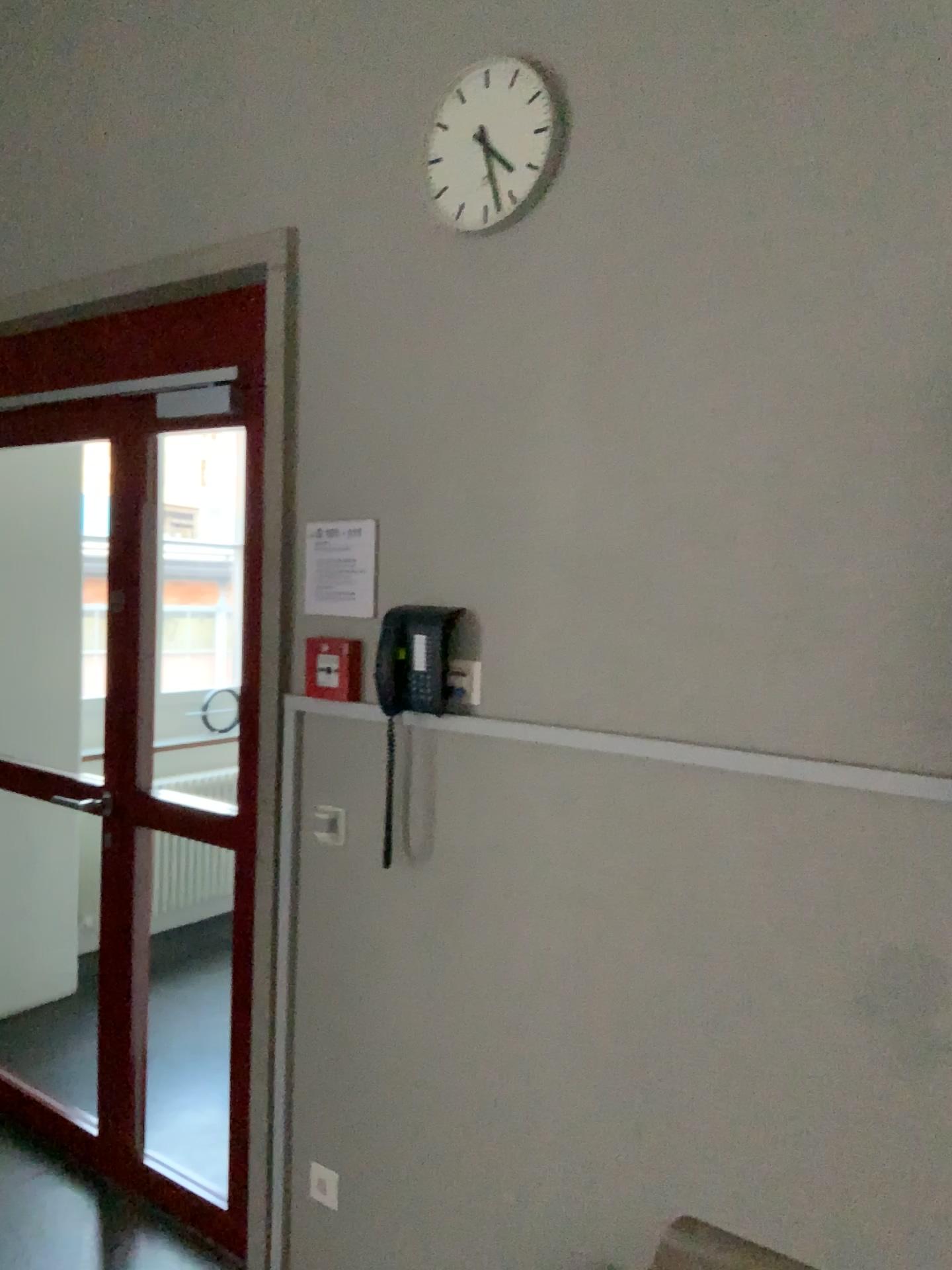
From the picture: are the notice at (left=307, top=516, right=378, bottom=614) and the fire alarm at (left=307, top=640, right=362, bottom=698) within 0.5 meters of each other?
yes

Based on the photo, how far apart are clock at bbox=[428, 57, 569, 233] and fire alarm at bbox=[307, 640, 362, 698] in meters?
0.9

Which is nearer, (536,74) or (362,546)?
(536,74)

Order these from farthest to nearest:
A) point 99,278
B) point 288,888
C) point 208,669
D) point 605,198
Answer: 1. point 208,669
2. point 99,278
3. point 288,888
4. point 605,198

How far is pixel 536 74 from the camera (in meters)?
1.98

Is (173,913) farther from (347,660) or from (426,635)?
(426,635)

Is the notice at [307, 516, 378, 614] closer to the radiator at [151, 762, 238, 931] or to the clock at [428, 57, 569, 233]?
the clock at [428, 57, 569, 233]

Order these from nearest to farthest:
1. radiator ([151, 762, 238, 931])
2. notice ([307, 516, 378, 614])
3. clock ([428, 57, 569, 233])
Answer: clock ([428, 57, 569, 233]) < notice ([307, 516, 378, 614]) < radiator ([151, 762, 238, 931])

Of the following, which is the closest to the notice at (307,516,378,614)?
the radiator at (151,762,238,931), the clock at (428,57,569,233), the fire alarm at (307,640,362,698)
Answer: the fire alarm at (307,640,362,698)

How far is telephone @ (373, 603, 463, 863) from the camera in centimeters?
208cm
